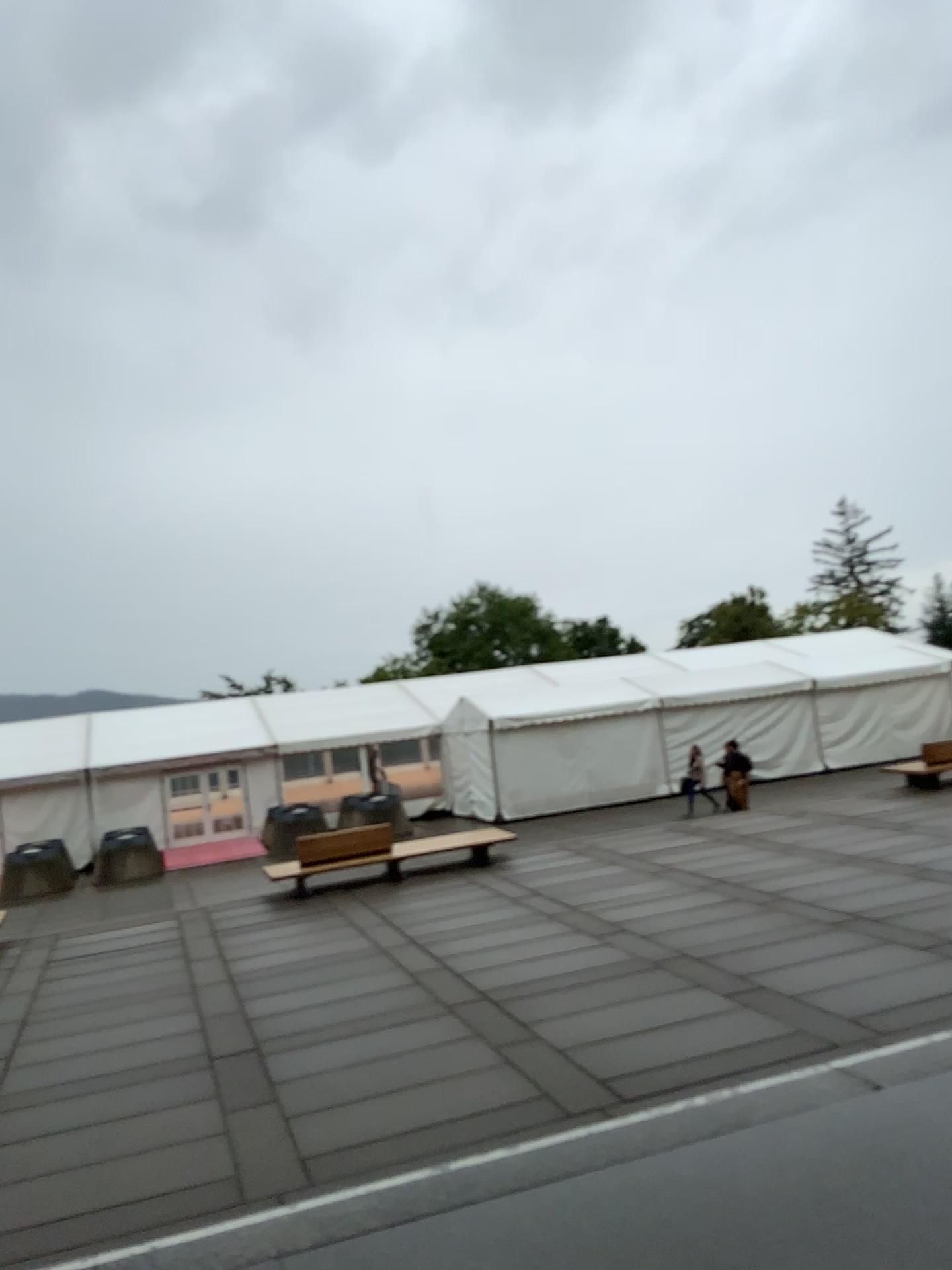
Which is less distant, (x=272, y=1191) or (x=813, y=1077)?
(x=272, y=1191)
